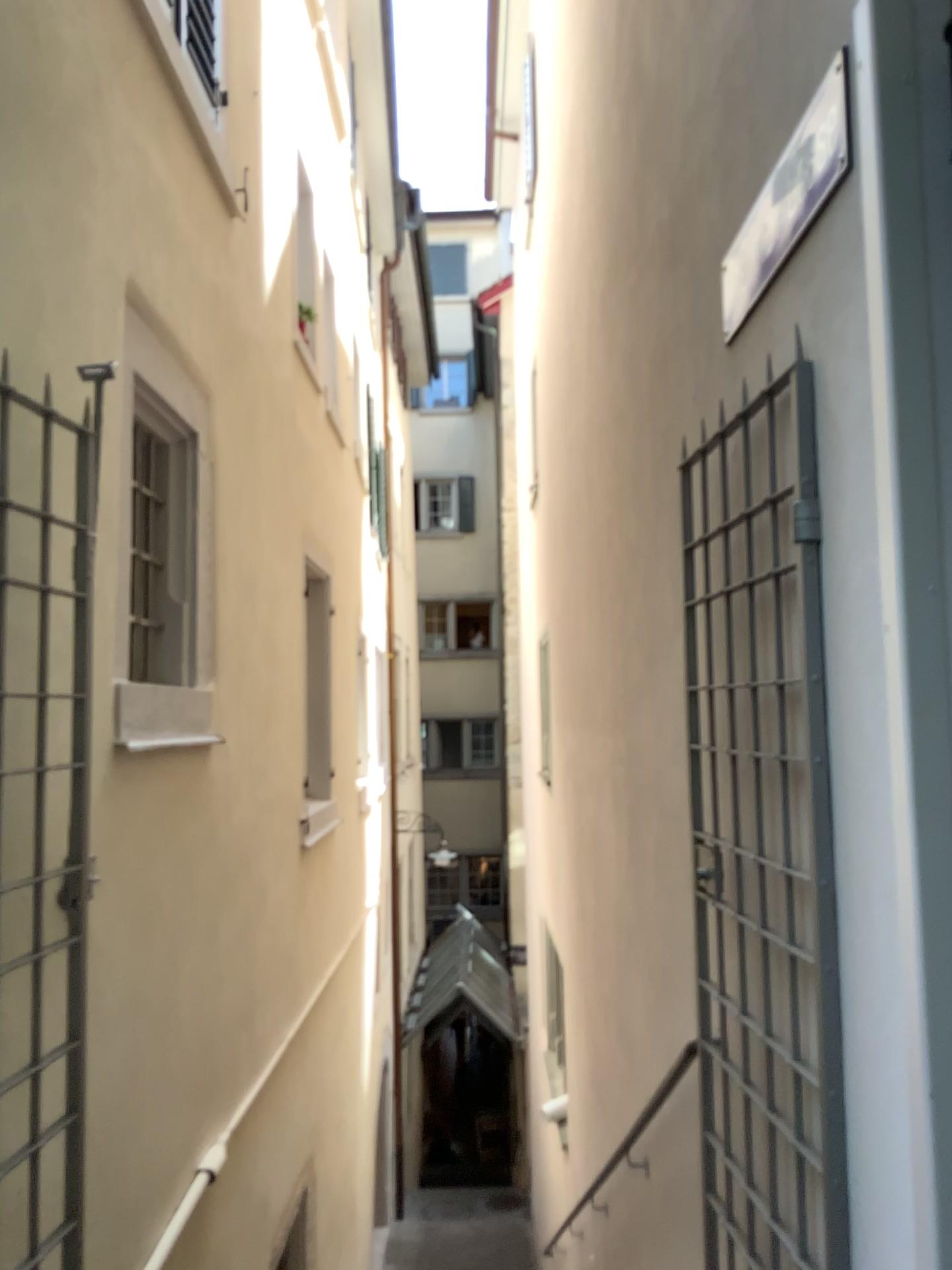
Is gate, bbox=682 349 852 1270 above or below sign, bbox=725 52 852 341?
below

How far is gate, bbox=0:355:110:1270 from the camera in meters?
2.2

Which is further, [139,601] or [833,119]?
[139,601]

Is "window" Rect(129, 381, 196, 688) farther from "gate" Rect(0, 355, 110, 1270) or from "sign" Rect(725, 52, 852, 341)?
"sign" Rect(725, 52, 852, 341)

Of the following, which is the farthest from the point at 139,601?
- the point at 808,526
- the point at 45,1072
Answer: the point at 808,526

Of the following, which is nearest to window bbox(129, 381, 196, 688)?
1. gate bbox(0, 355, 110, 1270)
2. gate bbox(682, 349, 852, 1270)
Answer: gate bbox(0, 355, 110, 1270)

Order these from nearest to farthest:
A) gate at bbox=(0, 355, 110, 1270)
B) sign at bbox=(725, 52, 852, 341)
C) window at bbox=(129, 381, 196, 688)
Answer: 1. sign at bbox=(725, 52, 852, 341)
2. gate at bbox=(0, 355, 110, 1270)
3. window at bbox=(129, 381, 196, 688)

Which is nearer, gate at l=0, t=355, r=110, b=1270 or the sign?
the sign

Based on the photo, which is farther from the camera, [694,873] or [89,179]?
[694,873]

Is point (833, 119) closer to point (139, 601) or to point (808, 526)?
point (808, 526)
